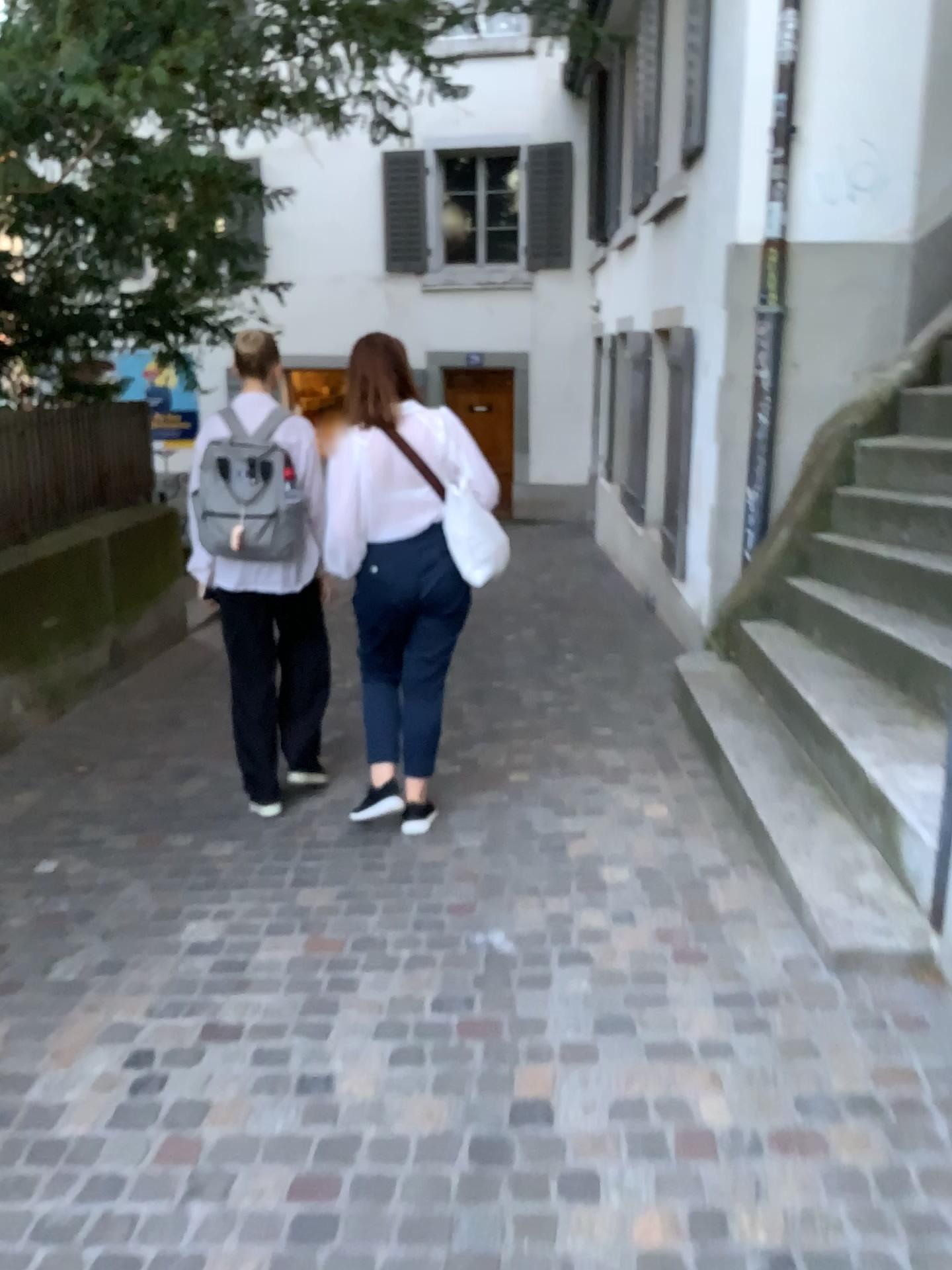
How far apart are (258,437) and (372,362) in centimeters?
51cm

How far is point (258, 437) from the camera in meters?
3.6 m

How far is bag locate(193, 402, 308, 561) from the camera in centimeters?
363cm

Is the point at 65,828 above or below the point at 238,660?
below

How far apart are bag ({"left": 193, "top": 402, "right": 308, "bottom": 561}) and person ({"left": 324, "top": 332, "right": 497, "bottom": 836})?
0.28m

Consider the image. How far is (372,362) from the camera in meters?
3.4

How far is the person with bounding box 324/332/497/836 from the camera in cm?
341
